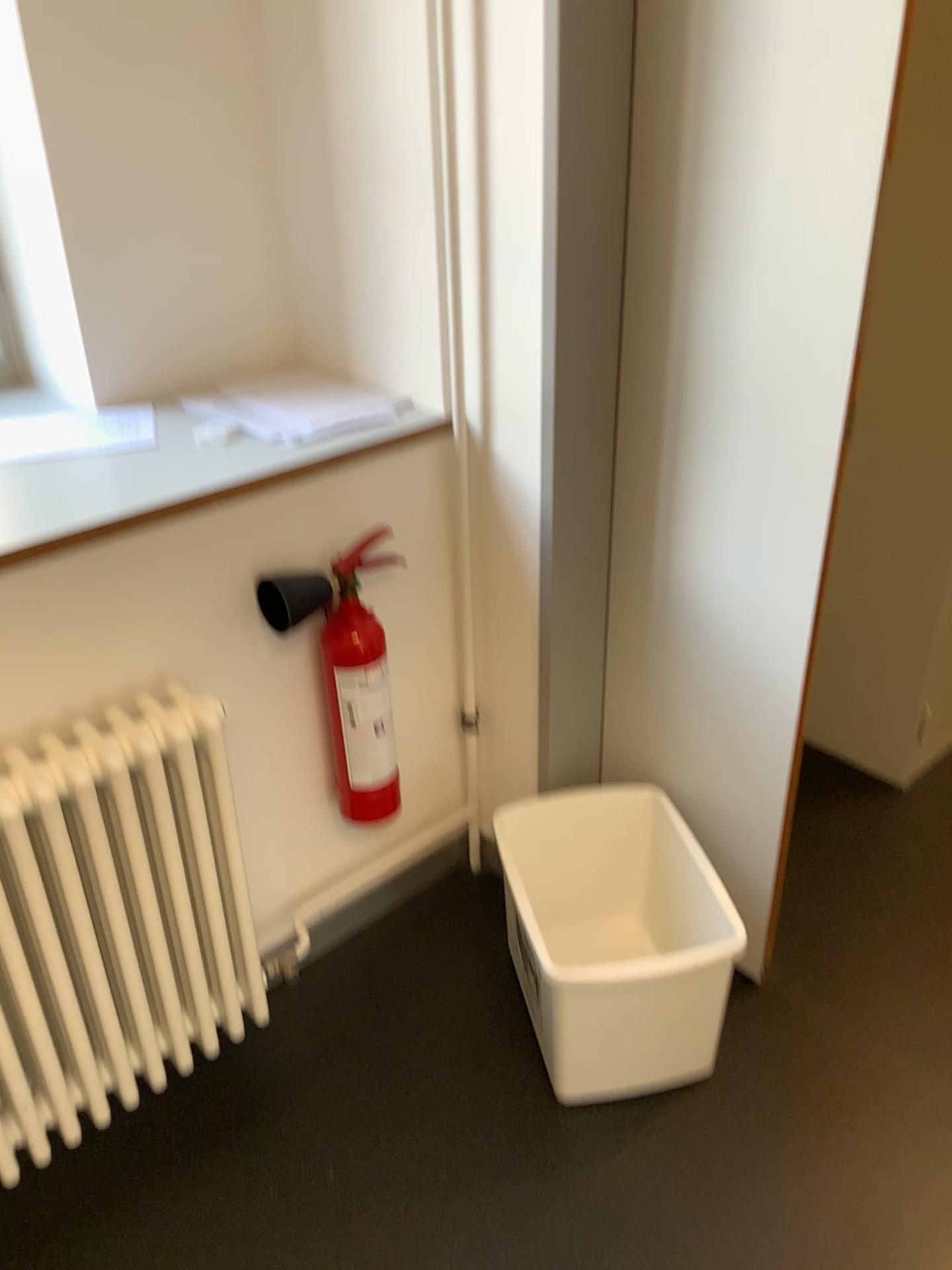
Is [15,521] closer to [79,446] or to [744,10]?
[79,446]

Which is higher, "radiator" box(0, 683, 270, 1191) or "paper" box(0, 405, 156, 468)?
"paper" box(0, 405, 156, 468)

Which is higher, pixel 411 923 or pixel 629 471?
pixel 629 471

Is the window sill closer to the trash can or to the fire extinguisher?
the fire extinguisher

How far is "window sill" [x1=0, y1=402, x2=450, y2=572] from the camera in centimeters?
142cm

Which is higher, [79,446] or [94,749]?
[79,446]

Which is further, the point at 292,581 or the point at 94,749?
the point at 292,581

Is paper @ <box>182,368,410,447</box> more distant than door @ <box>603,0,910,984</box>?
Yes

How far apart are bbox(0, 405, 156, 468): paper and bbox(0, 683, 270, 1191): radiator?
0.4m

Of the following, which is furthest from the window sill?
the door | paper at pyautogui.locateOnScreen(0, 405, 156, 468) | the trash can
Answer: the trash can
